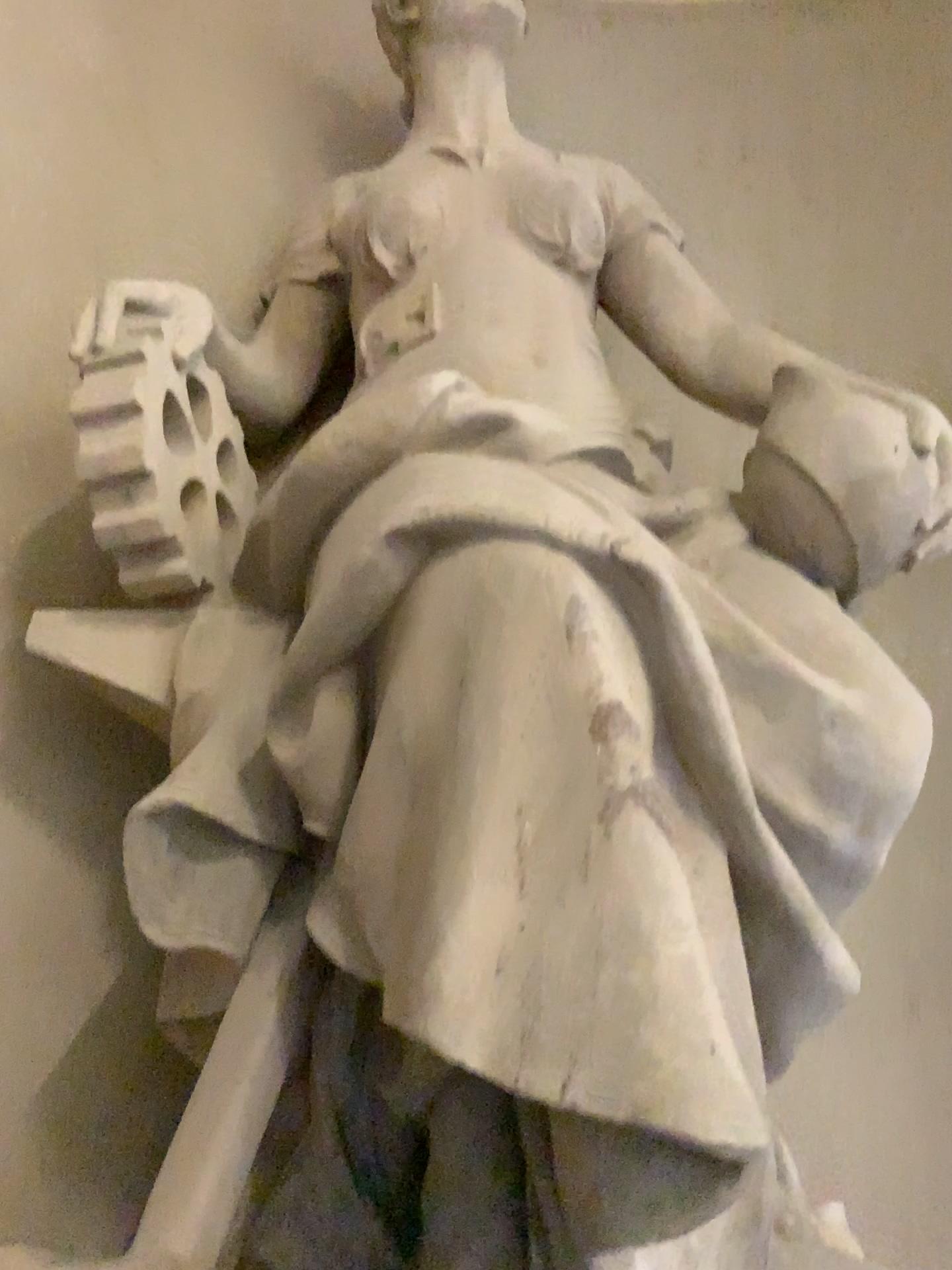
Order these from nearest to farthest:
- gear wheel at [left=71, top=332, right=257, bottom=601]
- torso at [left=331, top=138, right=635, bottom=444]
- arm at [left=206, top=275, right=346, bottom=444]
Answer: gear wheel at [left=71, top=332, right=257, bottom=601] < torso at [left=331, top=138, right=635, bottom=444] < arm at [left=206, top=275, right=346, bottom=444]

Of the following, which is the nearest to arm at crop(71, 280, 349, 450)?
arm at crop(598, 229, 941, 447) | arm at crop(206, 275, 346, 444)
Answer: arm at crop(206, 275, 346, 444)

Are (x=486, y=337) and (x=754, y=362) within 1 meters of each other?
yes

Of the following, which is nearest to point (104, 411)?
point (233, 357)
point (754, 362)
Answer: point (233, 357)

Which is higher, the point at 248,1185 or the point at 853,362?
the point at 853,362

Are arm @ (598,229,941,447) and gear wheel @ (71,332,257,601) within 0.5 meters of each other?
no

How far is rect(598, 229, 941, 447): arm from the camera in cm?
214

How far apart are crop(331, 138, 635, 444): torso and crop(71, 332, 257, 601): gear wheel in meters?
0.3 m

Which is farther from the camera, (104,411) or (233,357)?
(233,357)

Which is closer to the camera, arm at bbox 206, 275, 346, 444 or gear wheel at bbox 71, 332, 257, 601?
gear wheel at bbox 71, 332, 257, 601
